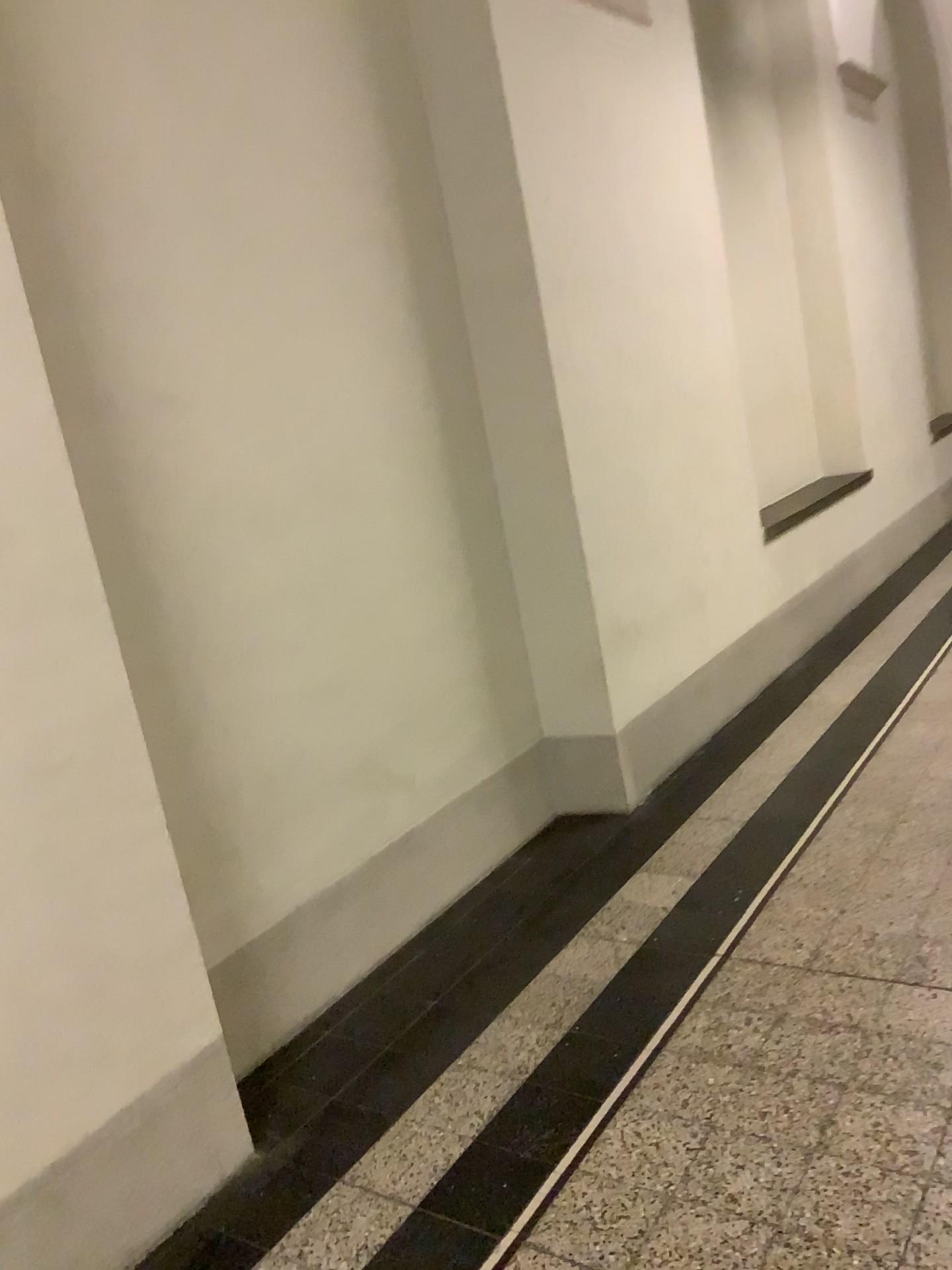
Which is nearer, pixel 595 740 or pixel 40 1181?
pixel 40 1181

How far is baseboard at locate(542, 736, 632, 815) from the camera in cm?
377

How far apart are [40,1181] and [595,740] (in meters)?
2.30

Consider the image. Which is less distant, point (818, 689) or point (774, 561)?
point (818, 689)

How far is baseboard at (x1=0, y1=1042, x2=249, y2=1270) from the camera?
1.89m

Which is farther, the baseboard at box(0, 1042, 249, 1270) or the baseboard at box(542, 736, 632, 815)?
the baseboard at box(542, 736, 632, 815)

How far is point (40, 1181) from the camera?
1.89m

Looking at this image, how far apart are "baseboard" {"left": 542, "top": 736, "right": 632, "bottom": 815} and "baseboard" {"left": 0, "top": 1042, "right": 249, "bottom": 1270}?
1.7m
